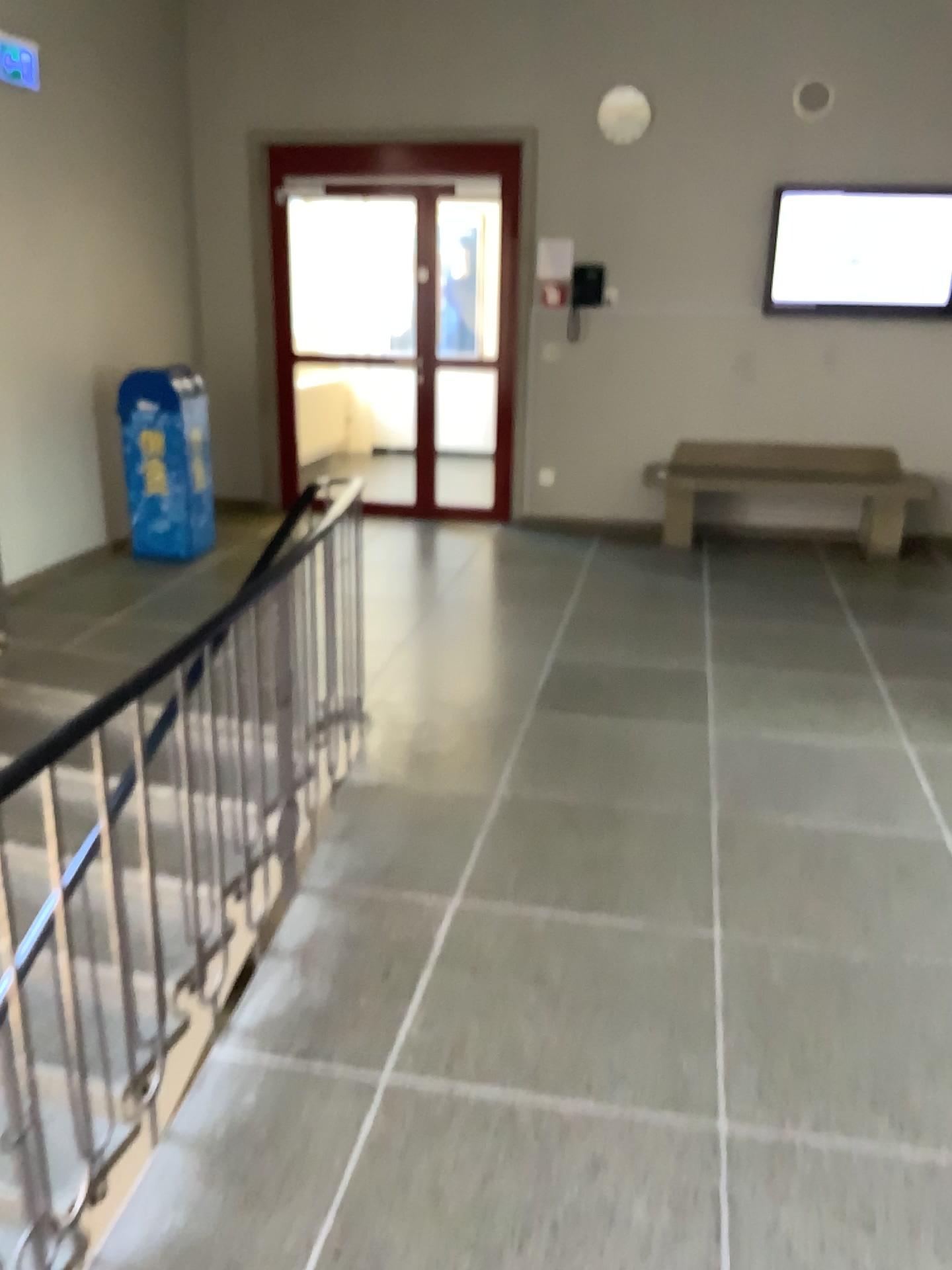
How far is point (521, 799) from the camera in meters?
3.5 m
